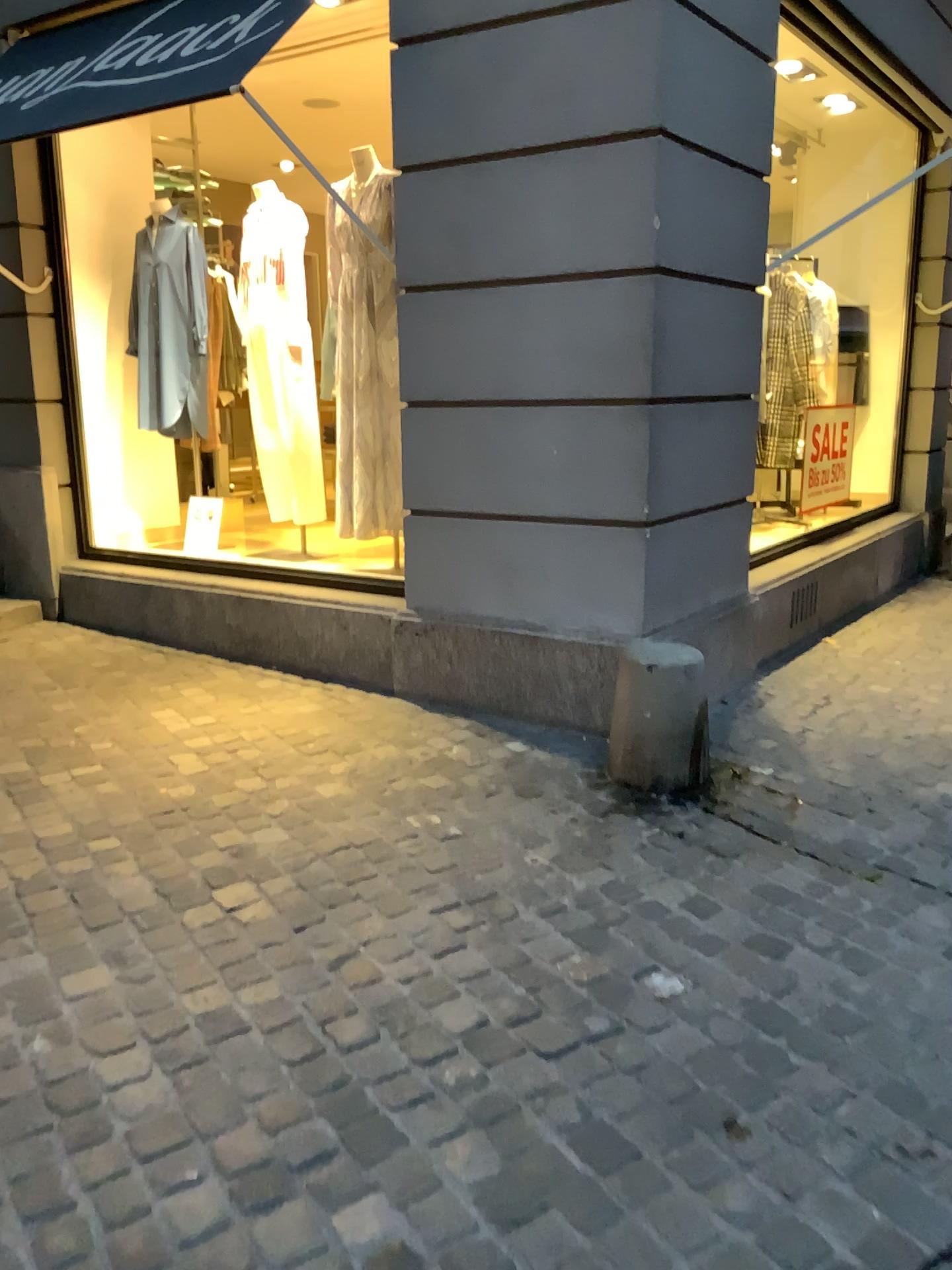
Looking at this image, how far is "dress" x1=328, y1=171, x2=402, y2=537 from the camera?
4.5m

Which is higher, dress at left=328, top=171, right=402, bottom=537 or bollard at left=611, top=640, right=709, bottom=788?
dress at left=328, top=171, right=402, bottom=537

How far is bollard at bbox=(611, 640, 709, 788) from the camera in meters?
3.3 m

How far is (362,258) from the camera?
4.5m

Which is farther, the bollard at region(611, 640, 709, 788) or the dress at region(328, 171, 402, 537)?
the dress at region(328, 171, 402, 537)

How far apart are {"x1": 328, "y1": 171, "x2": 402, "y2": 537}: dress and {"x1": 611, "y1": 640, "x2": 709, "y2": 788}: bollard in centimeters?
137cm

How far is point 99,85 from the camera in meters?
3.8

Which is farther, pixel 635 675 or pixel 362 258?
pixel 362 258

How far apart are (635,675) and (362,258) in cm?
229
